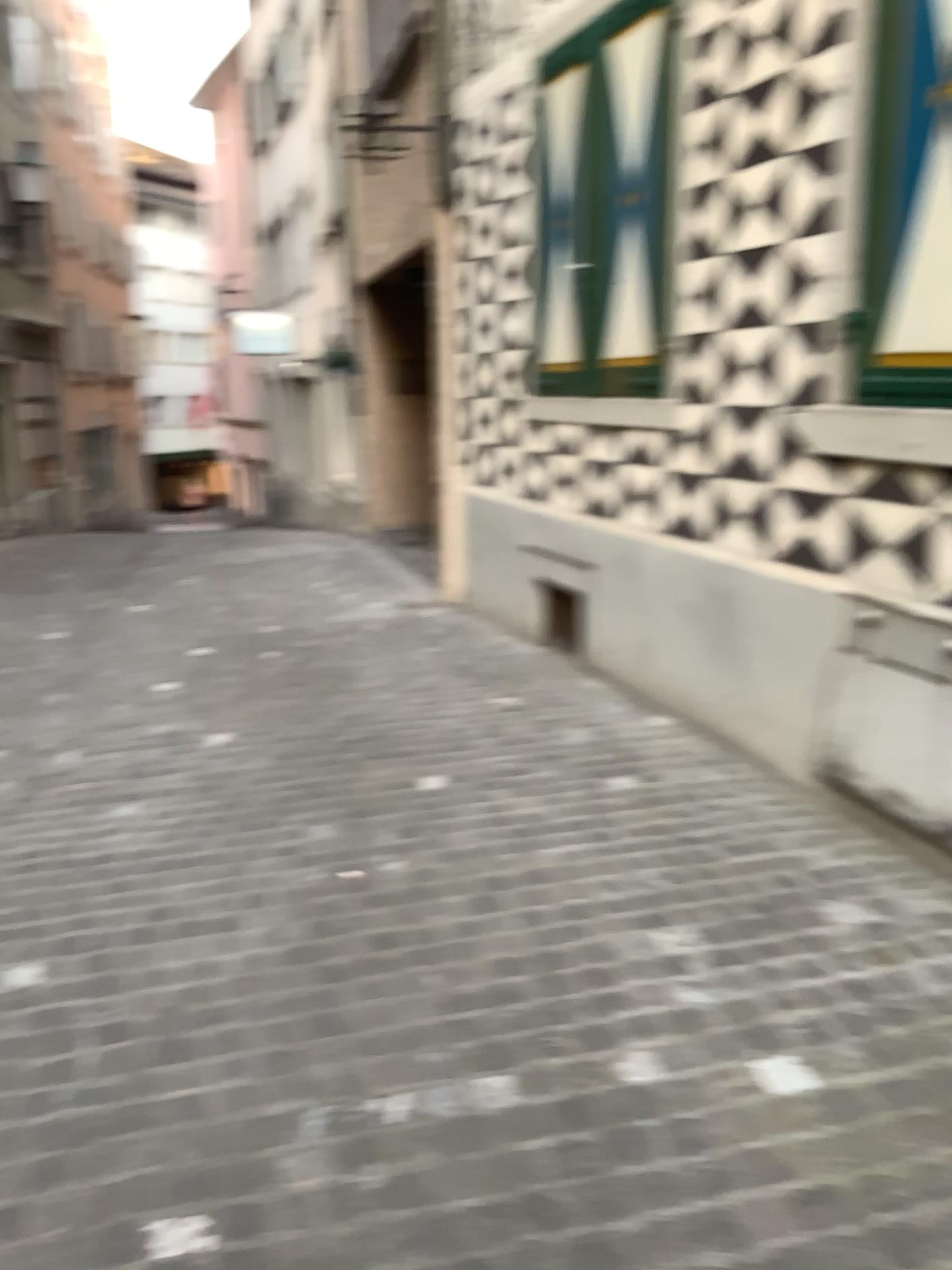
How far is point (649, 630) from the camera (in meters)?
4.75

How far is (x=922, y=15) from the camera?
2.85m

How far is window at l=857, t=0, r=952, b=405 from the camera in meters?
2.9
